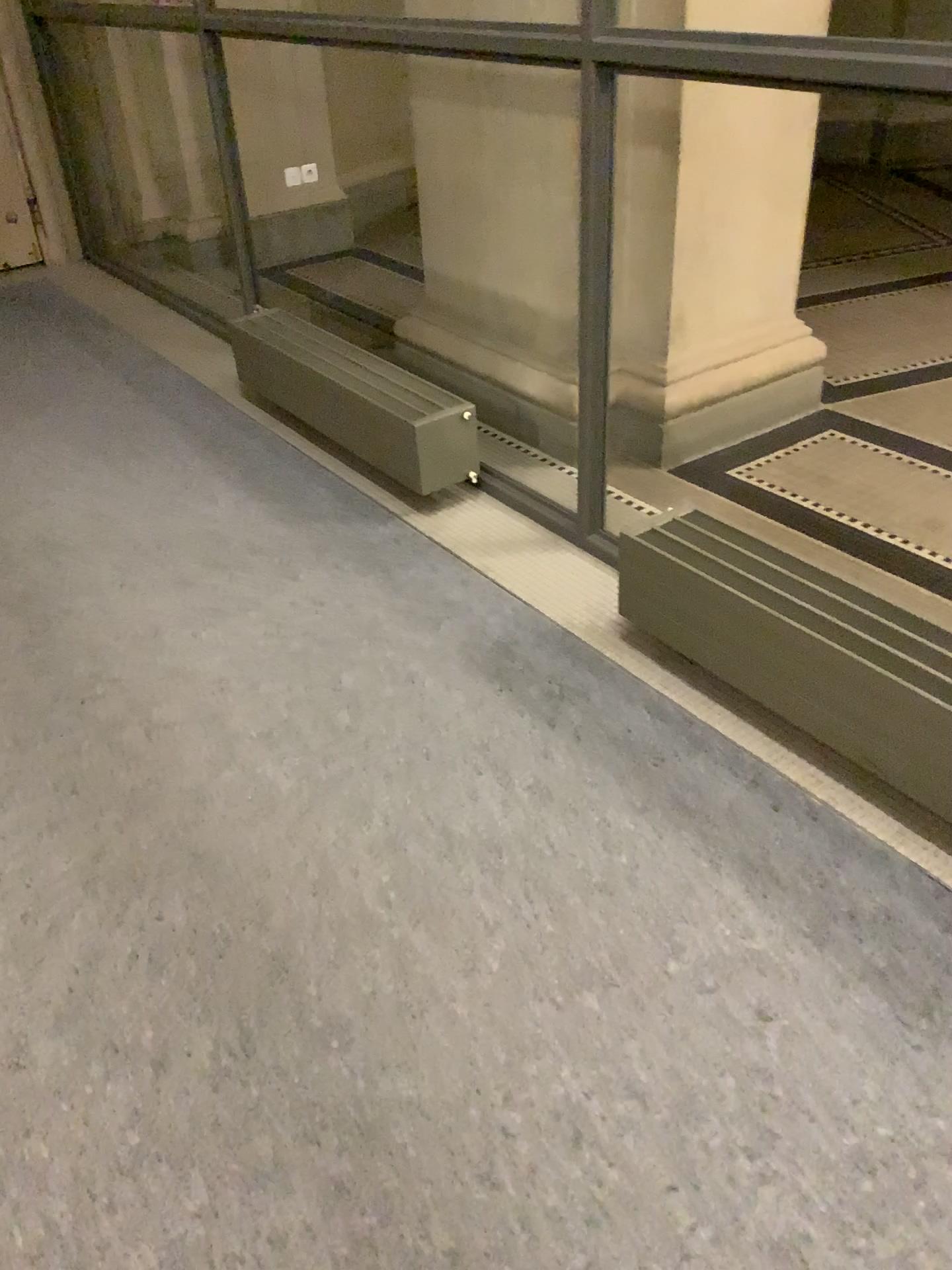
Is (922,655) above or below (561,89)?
below

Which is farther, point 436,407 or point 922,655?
point 436,407

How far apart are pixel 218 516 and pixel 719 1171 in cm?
222

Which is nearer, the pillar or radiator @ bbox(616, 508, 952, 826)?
radiator @ bbox(616, 508, 952, 826)

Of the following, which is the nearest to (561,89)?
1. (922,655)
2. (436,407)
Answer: (436,407)

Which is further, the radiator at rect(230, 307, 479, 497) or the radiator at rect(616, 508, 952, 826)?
the radiator at rect(230, 307, 479, 497)
